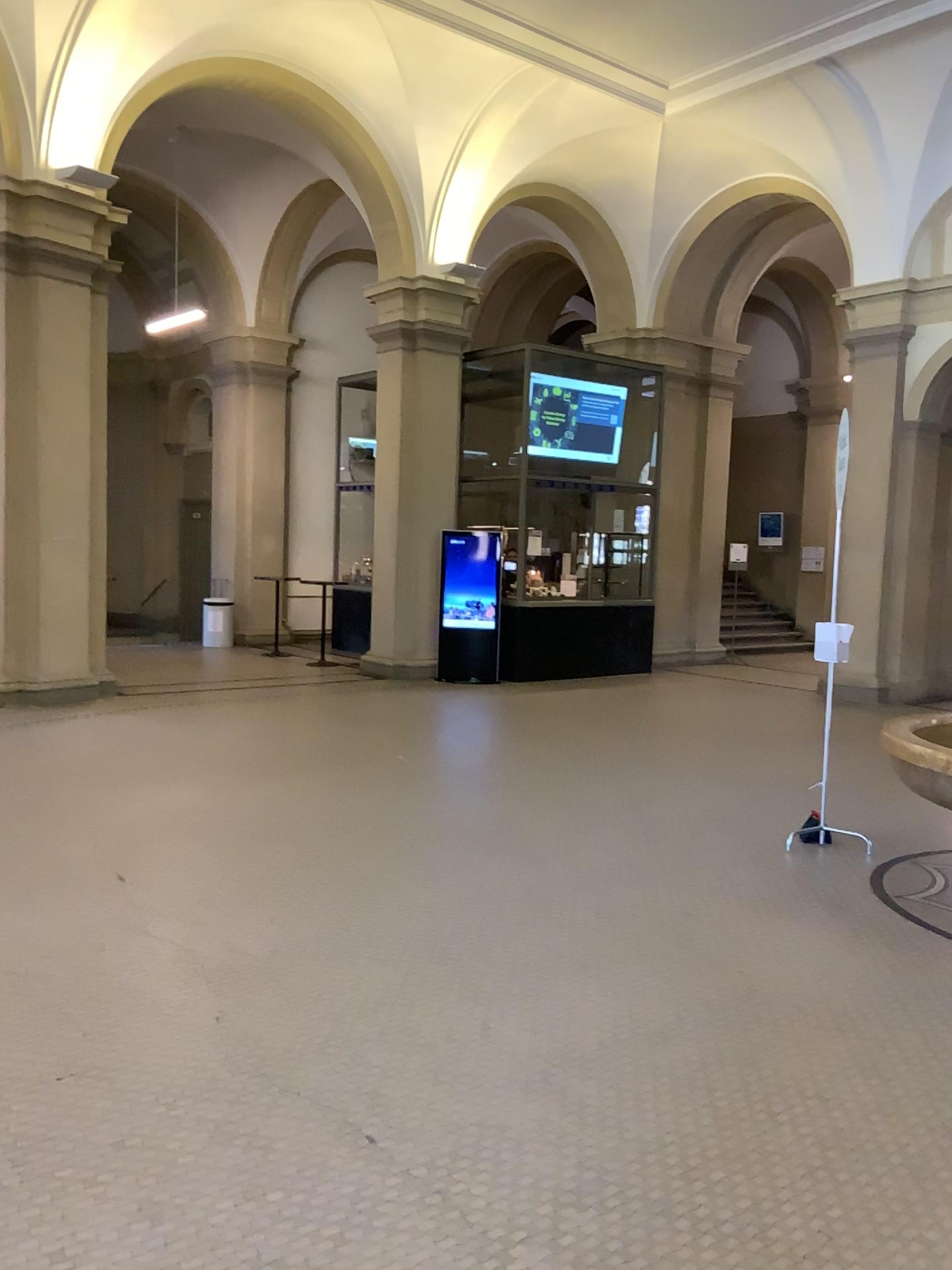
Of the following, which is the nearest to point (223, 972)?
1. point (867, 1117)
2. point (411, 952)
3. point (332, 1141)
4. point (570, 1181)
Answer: point (411, 952)
